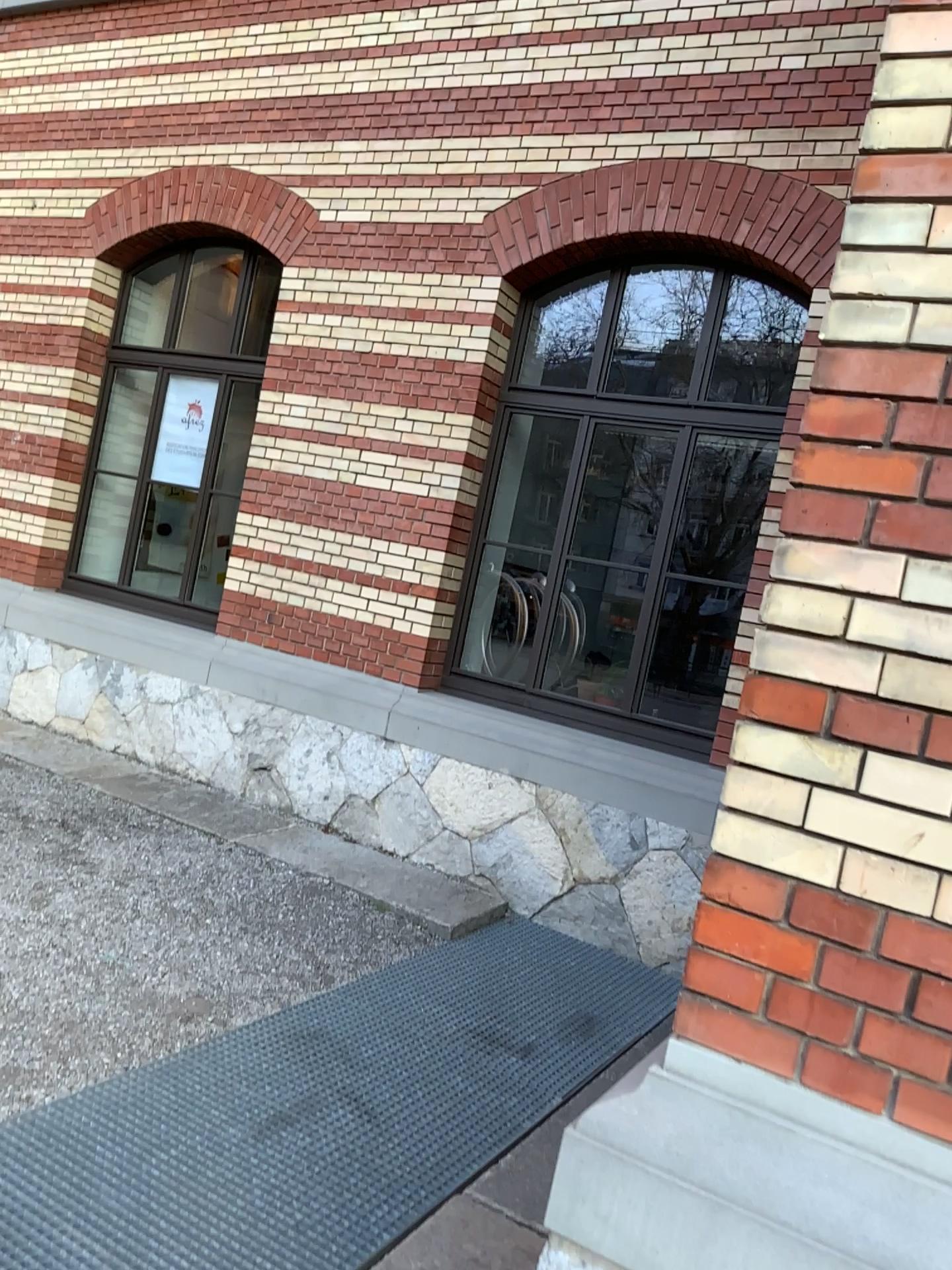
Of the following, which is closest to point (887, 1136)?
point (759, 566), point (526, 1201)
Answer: point (759, 566)
